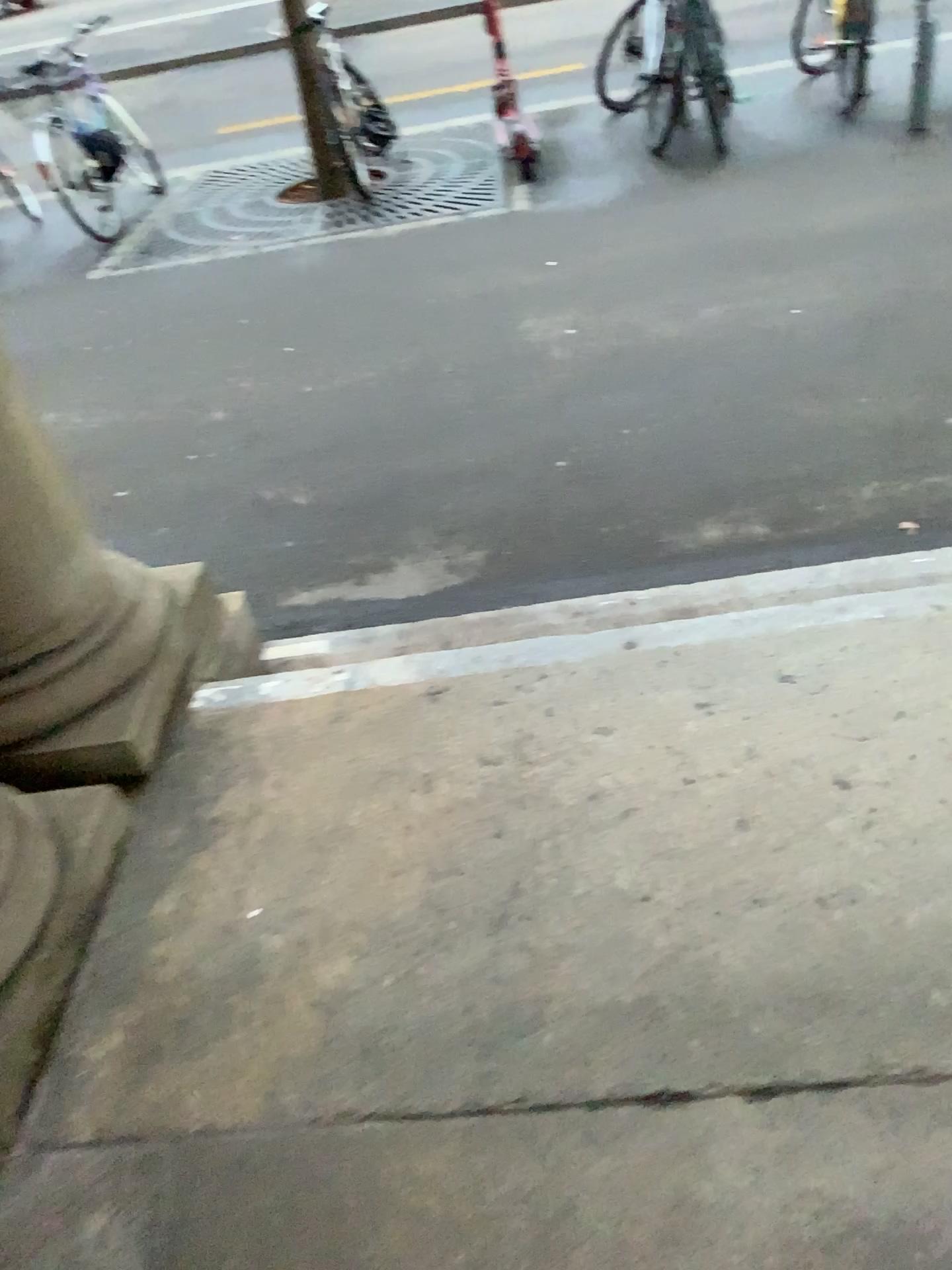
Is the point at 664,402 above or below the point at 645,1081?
below
